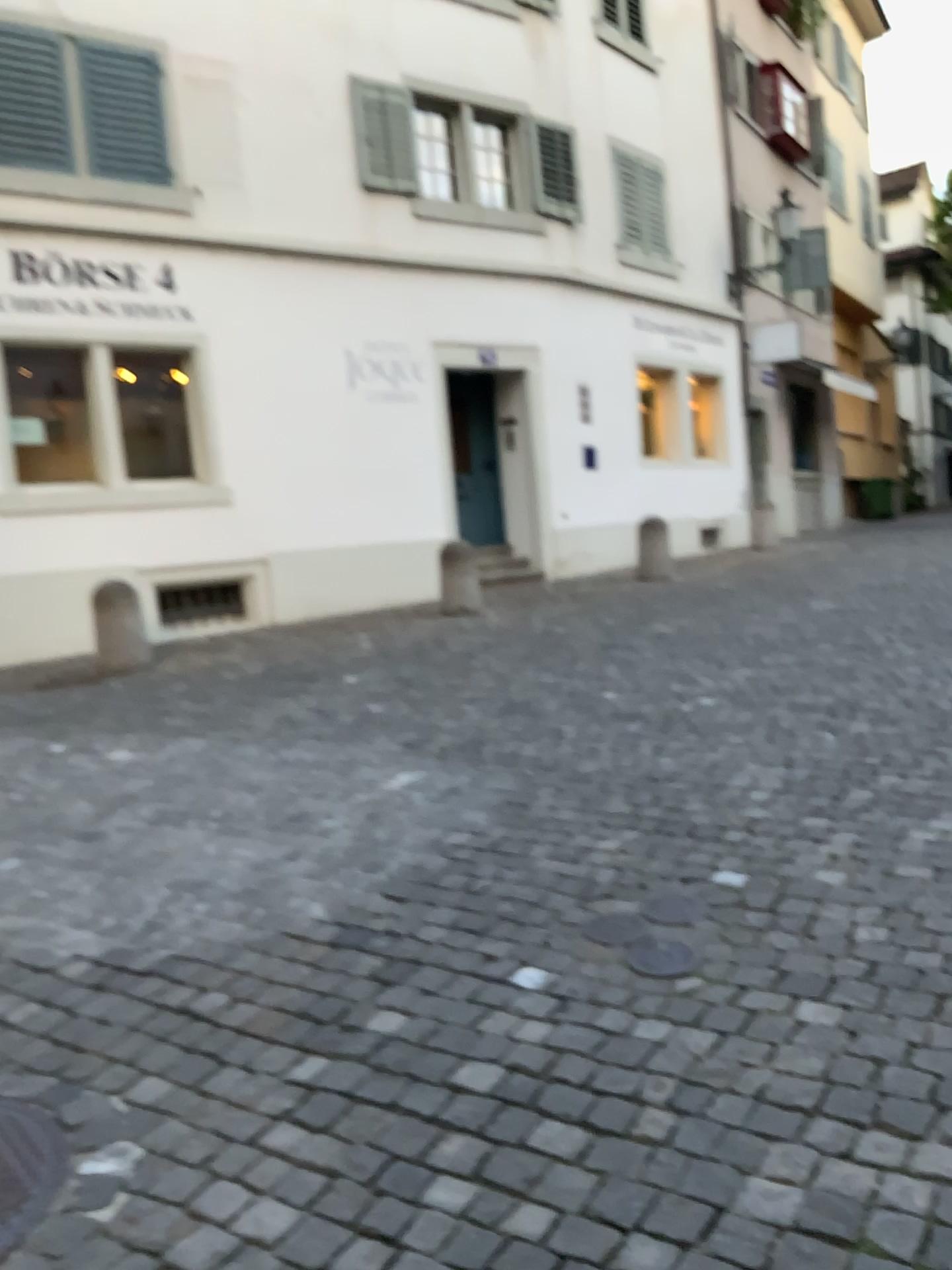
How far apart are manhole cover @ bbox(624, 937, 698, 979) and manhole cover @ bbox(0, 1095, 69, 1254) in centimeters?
138cm

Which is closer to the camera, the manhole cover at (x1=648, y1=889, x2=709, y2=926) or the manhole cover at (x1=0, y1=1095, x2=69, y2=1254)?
the manhole cover at (x1=0, y1=1095, x2=69, y2=1254)

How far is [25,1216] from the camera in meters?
2.0

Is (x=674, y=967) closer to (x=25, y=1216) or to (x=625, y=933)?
(x=625, y=933)

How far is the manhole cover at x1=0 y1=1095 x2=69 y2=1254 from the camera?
2.0m

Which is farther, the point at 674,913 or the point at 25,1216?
the point at 674,913

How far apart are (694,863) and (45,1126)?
1.89m

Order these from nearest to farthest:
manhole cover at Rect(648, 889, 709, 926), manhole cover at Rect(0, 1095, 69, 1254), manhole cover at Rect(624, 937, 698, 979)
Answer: manhole cover at Rect(0, 1095, 69, 1254) < manhole cover at Rect(624, 937, 698, 979) < manhole cover at Rect(648, 889, 709, 926)

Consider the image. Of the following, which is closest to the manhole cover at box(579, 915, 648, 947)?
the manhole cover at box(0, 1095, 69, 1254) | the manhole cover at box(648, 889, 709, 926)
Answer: the manhole cover at box(648, 889, 709, 926)

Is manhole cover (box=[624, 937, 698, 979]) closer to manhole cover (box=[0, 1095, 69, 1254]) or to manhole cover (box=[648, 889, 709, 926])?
manhole cover (box=[648, 889, 709, 926])
